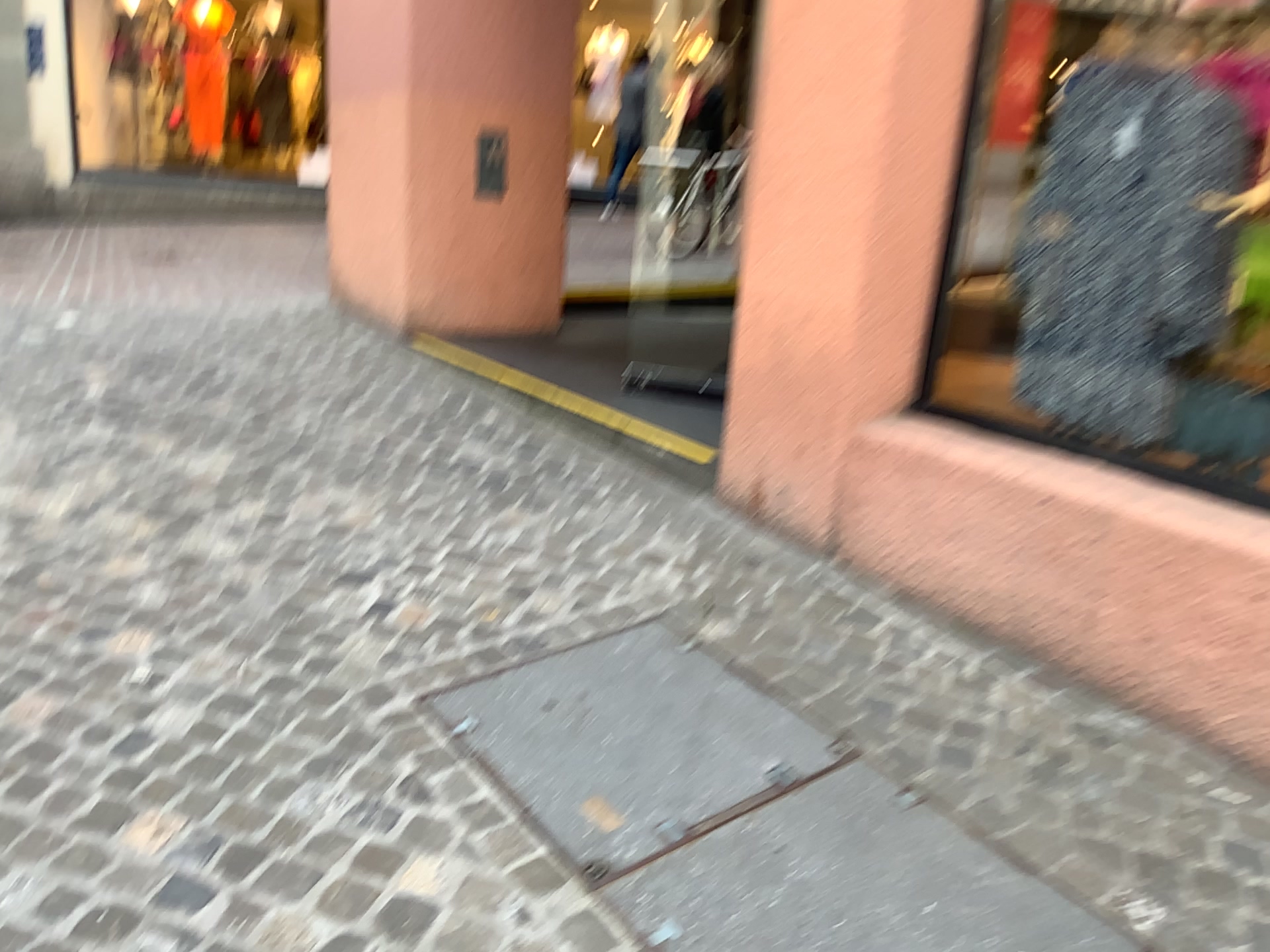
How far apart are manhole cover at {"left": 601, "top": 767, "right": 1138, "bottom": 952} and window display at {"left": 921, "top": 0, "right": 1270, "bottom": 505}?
1.4 meters

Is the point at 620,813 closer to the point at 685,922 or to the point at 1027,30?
the point at 685,922

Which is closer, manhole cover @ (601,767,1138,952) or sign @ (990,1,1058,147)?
manhole cover @ (601,767,1138,952)

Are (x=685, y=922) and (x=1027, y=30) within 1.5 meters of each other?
no

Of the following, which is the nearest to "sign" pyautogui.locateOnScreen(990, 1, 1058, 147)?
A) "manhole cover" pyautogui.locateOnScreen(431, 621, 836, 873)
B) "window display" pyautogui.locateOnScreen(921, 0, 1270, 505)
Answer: "window display" pyautogui.locateOnScreen(921, 0, 1270, 505)

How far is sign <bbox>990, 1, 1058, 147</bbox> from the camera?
2.92m

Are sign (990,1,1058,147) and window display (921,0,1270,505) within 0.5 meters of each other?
yes

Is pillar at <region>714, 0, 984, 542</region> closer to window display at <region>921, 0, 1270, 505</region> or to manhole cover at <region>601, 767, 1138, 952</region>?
window display at <region>921, 0, 1270, 505</region>

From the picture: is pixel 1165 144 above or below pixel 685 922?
above

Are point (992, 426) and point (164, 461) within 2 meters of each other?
no
